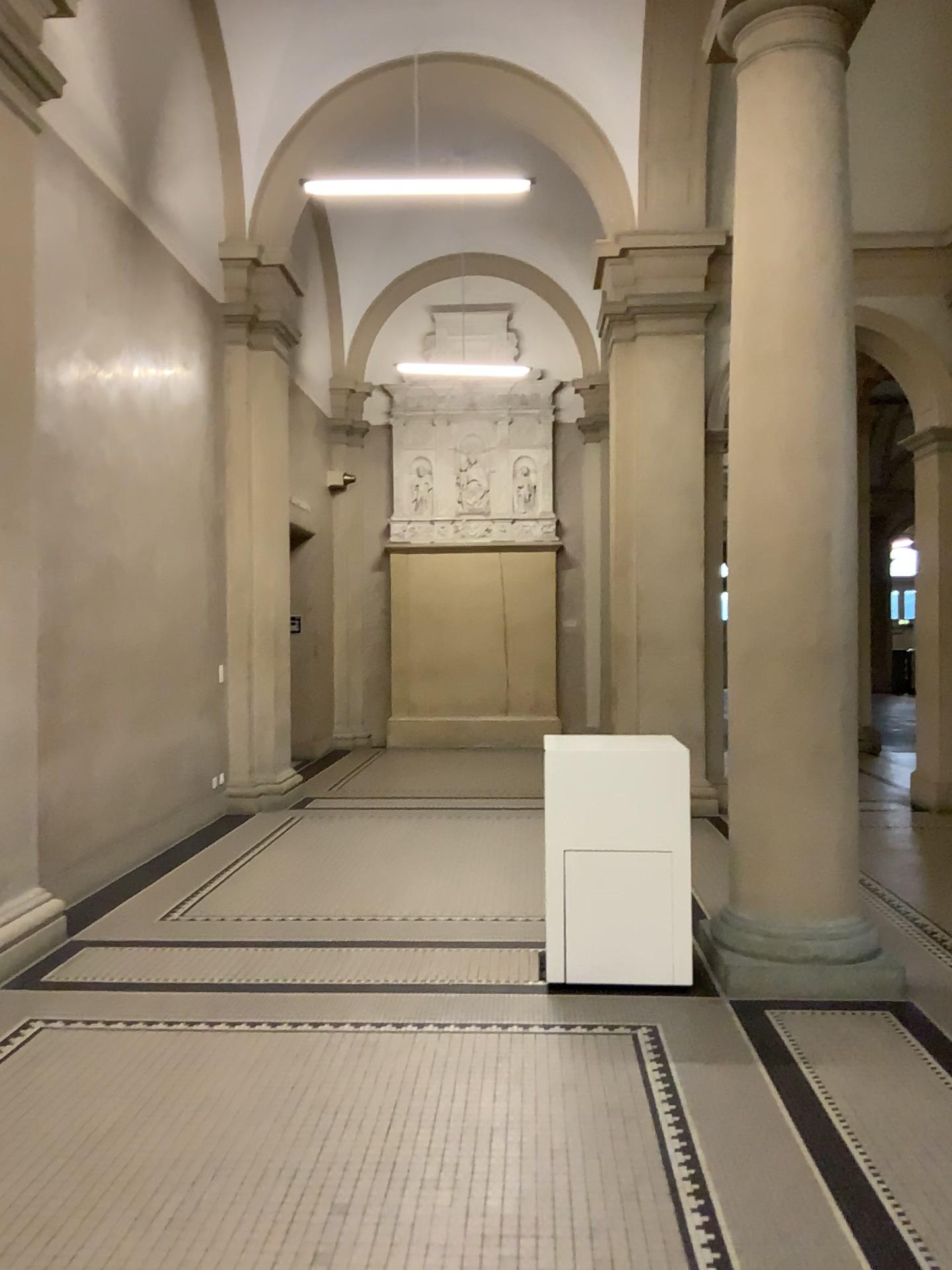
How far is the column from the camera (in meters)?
4.38

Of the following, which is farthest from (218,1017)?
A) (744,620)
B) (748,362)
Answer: (748,362)

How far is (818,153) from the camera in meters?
4.4 m
